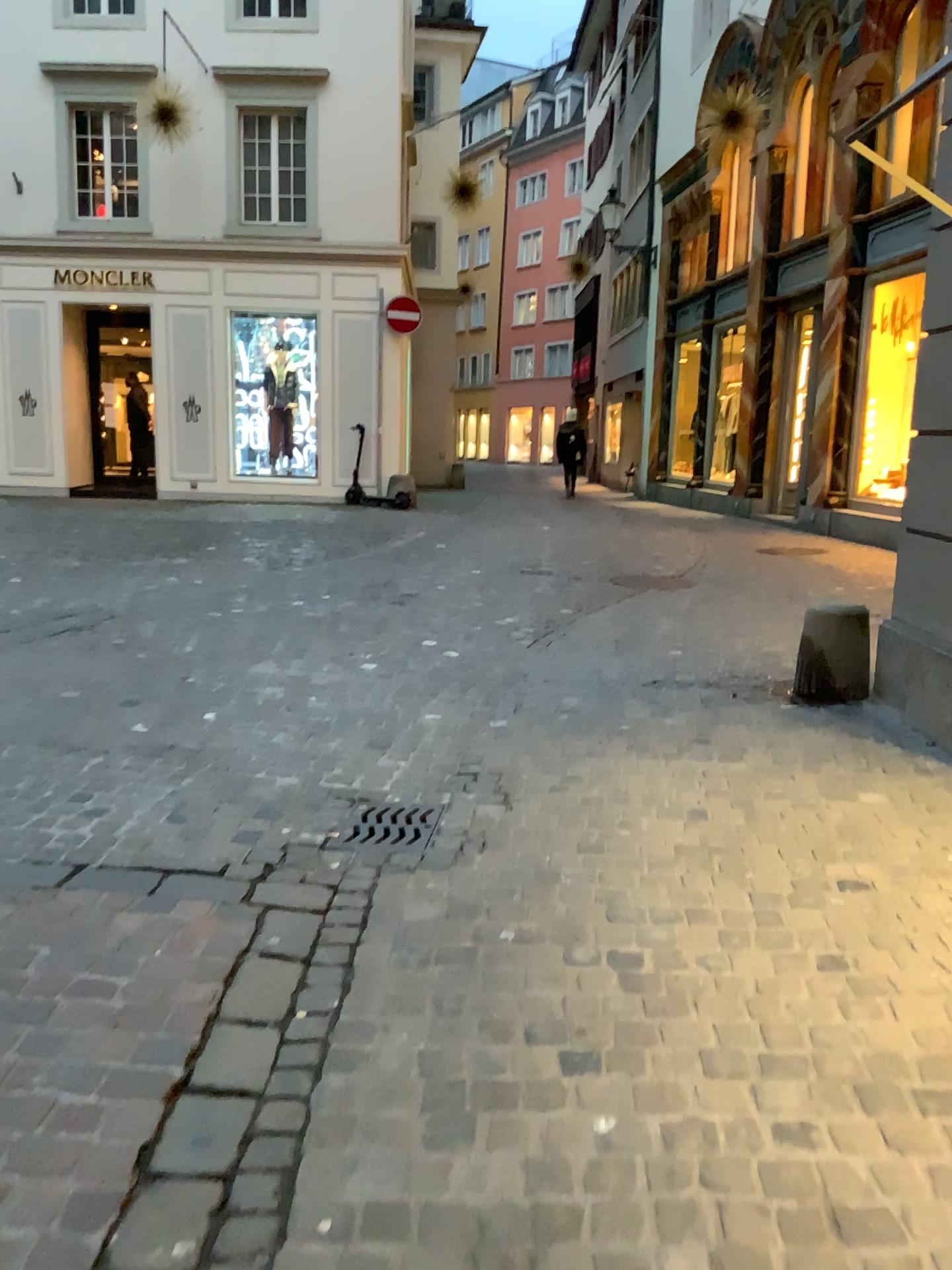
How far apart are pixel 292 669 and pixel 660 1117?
3.4 meters
